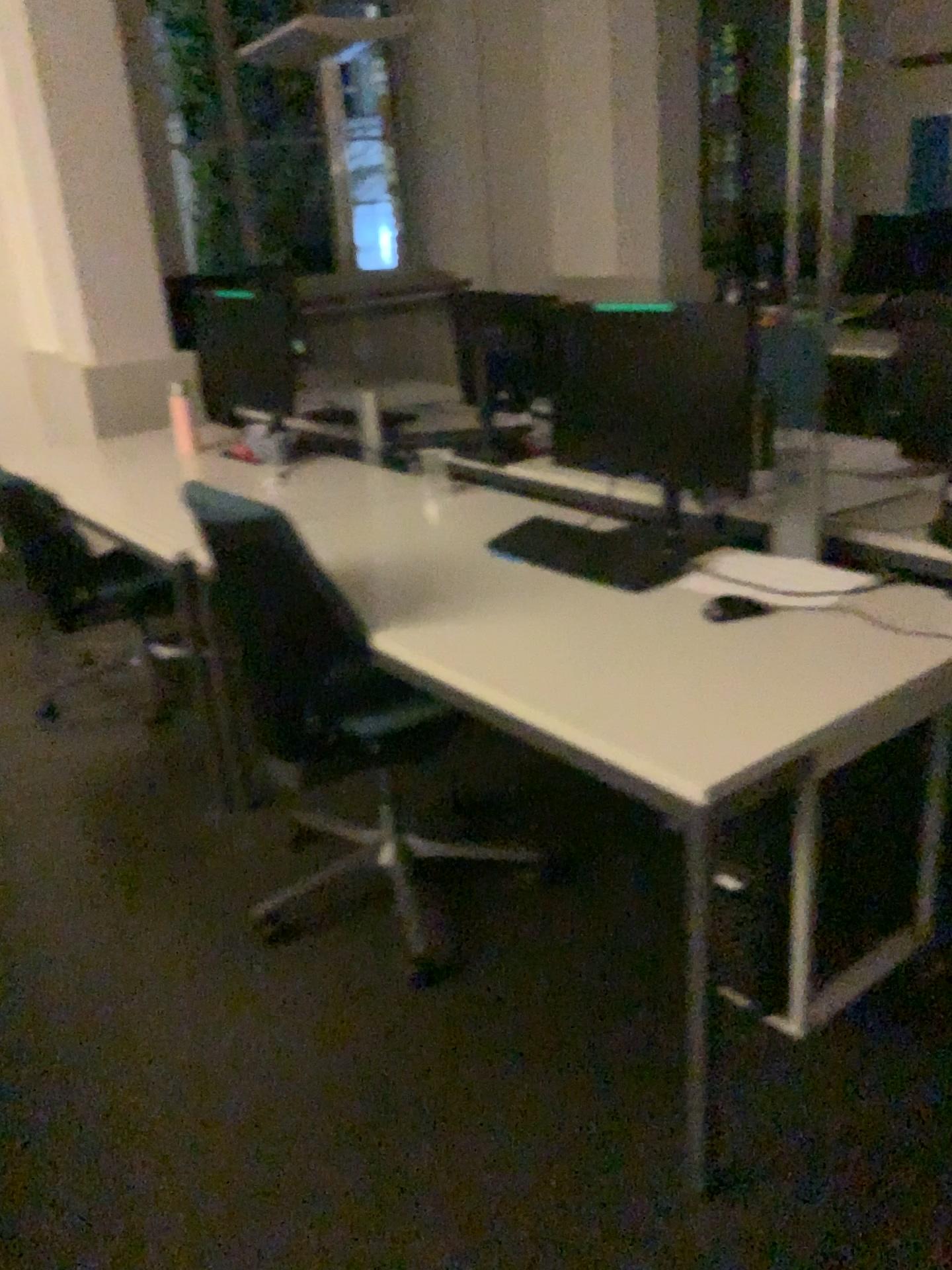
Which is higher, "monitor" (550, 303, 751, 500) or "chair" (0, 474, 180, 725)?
"monitor" (550, 303, 751, 500)

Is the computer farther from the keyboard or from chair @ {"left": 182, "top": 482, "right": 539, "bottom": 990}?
chair @ {"left": 182, "top": 482, "right": 539, "bottom": 990}

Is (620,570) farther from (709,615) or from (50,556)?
(50,556)

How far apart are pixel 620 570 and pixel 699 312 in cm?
52

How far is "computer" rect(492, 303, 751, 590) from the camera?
2.1m

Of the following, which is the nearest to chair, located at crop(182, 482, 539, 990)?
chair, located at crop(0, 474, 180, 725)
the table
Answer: the table

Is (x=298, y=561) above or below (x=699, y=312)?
below

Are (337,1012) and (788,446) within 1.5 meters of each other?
no

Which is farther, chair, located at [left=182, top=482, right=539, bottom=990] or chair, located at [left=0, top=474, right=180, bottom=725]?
chair, located at [left=0, top=474, right=180, bottom=725]

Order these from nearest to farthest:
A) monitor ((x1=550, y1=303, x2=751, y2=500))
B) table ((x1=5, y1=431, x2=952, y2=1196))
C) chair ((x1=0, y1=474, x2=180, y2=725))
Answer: table ((x1=5, y1=431, x2=952, y2=1196))
monitor ((x1=550, y1=303, x2=751, y2=500))
chair ((x1=0, y1=474, x2=180, y2=725))
